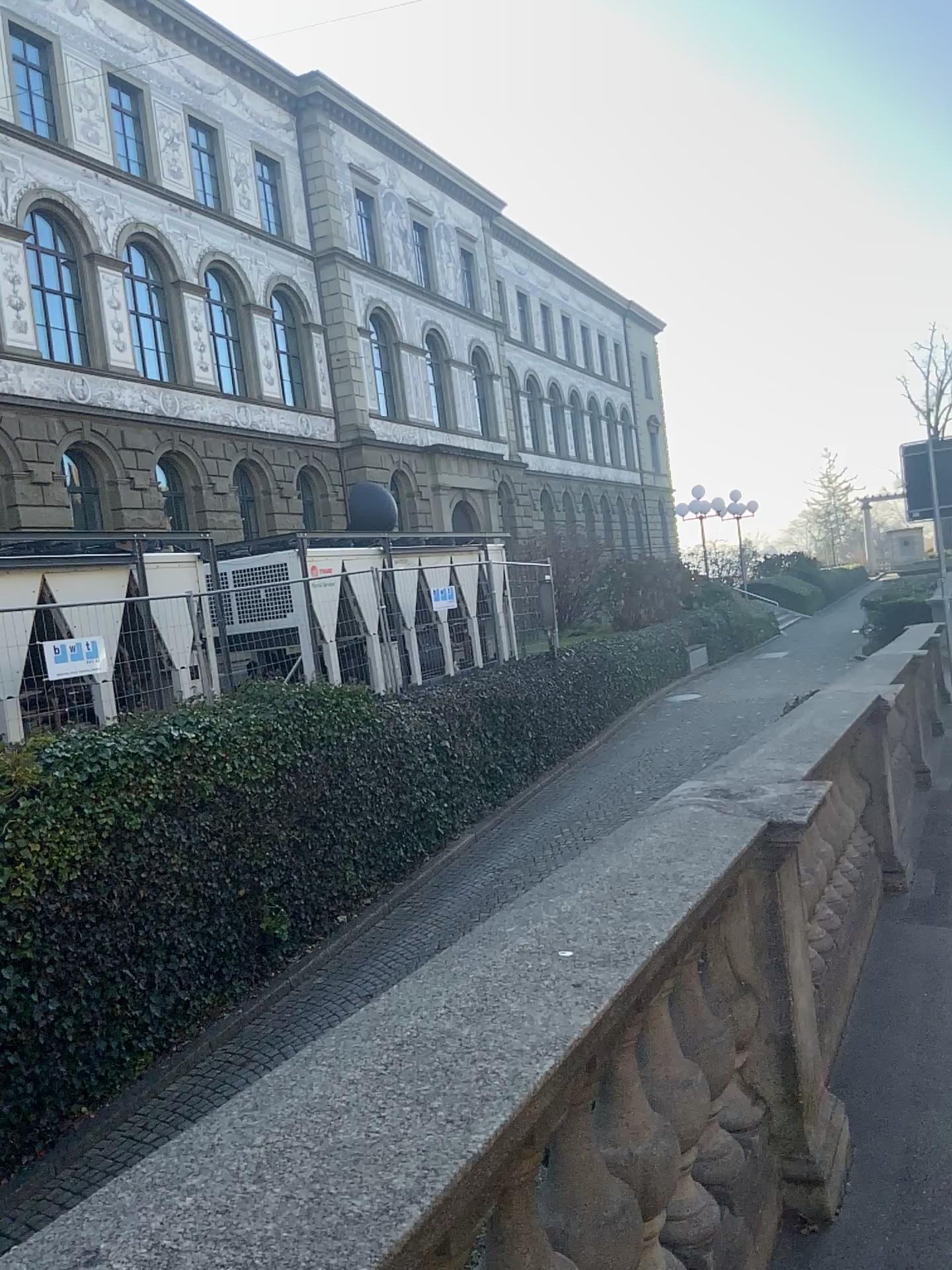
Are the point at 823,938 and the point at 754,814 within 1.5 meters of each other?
yes
